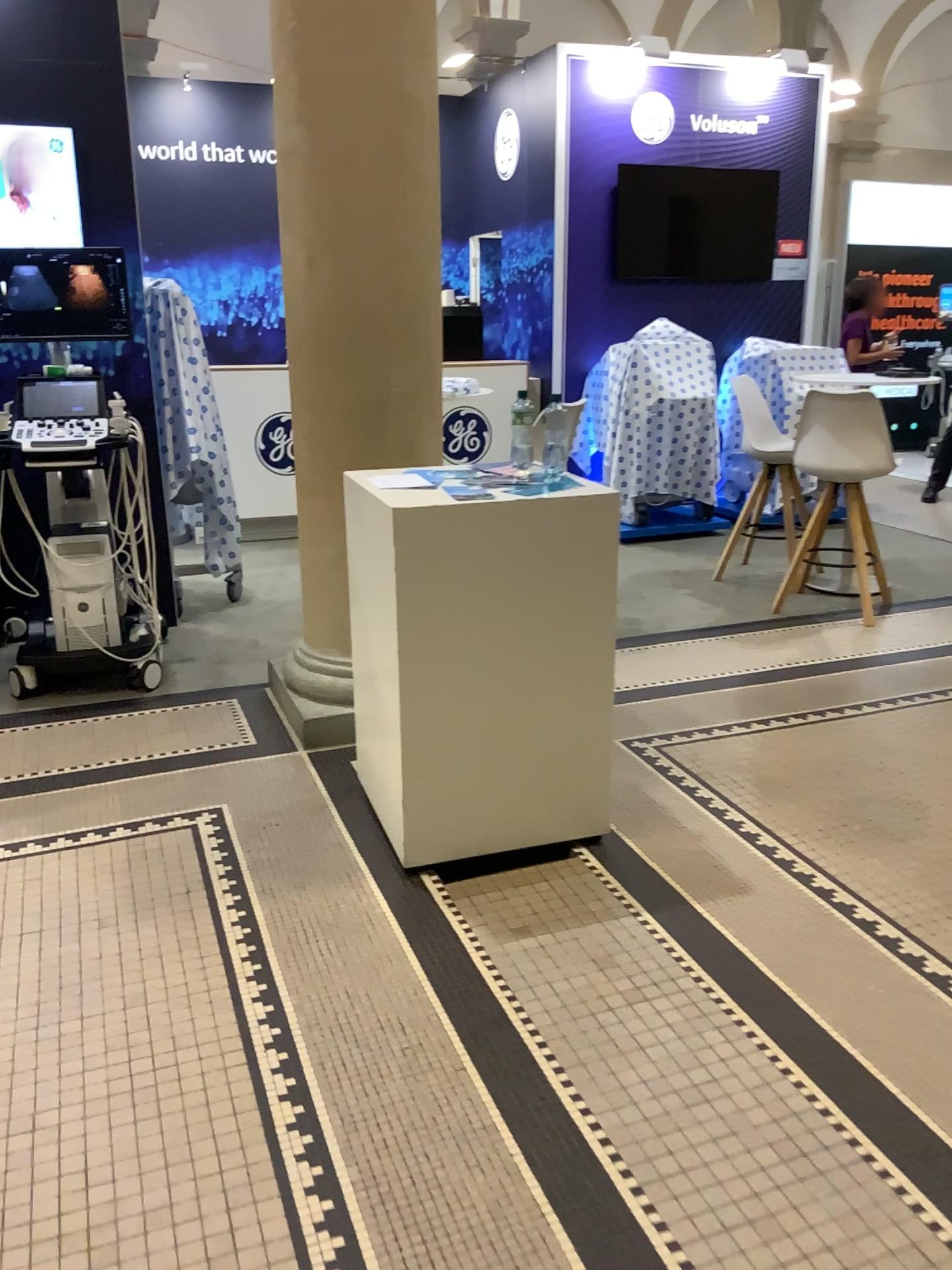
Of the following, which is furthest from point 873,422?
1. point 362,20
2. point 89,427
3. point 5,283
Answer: point 5,283

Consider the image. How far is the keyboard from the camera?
4.03m

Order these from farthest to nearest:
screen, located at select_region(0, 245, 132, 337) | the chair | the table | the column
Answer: the chair < screen, located at select_region(0, 245, 132, 337) < the column < the table

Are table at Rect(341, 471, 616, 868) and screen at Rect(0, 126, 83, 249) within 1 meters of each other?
no

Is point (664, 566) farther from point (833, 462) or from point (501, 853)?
point (501, 853)

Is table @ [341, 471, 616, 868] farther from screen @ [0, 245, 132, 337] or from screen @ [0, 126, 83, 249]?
screen @ [0, 126, 83, 249]

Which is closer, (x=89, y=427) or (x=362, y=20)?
(x=362, y=20)

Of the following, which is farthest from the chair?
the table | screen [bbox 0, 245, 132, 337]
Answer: screen [bbox 0, 245, 132, 337]

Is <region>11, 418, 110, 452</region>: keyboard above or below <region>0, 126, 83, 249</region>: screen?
below

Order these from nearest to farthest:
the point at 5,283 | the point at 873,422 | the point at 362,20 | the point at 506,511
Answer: the point at 506,511, the point at 362,20, the point at 5,283, the point at 873,422
